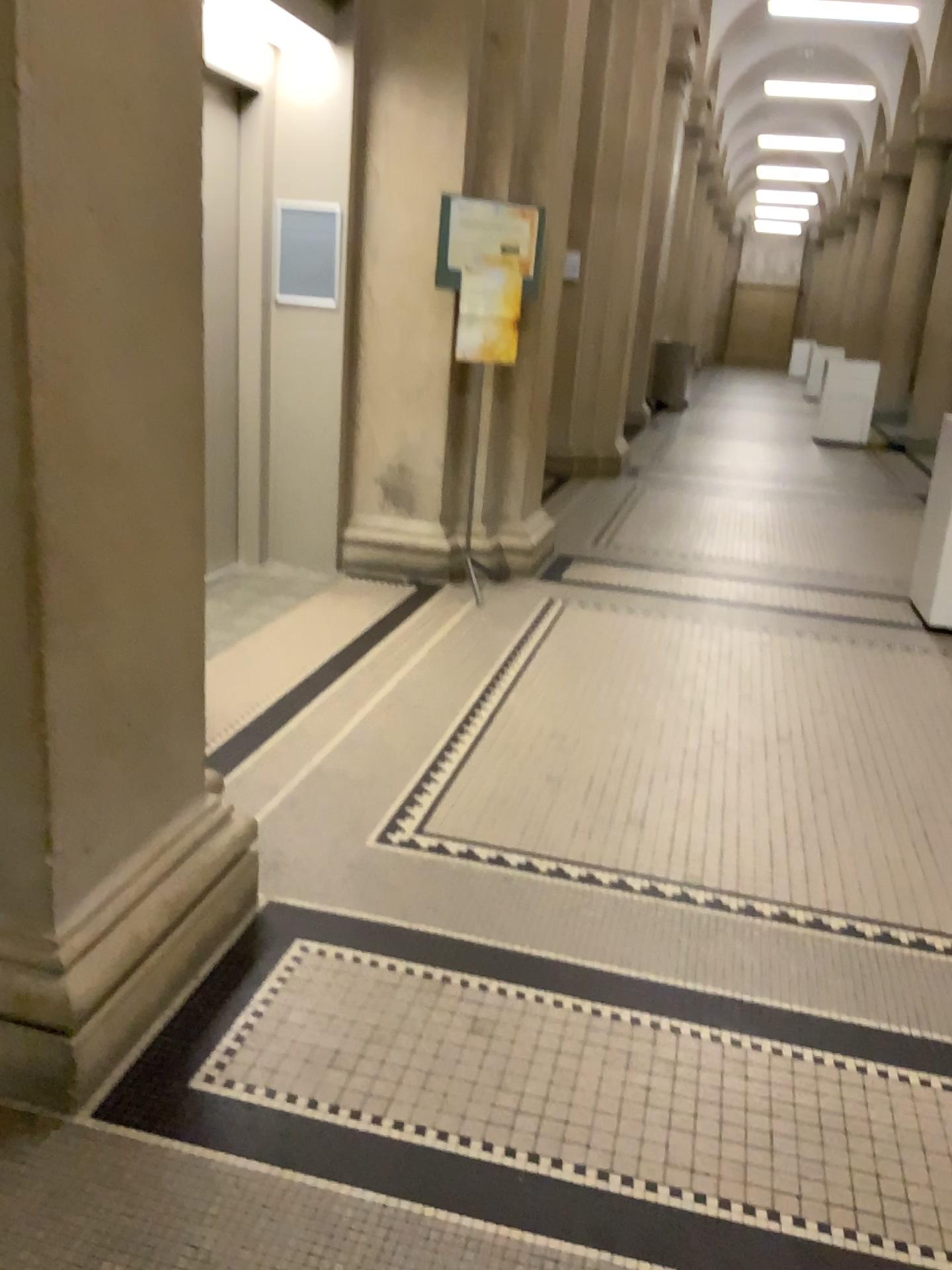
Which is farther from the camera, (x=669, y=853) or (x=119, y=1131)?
(x=669, y=853)
